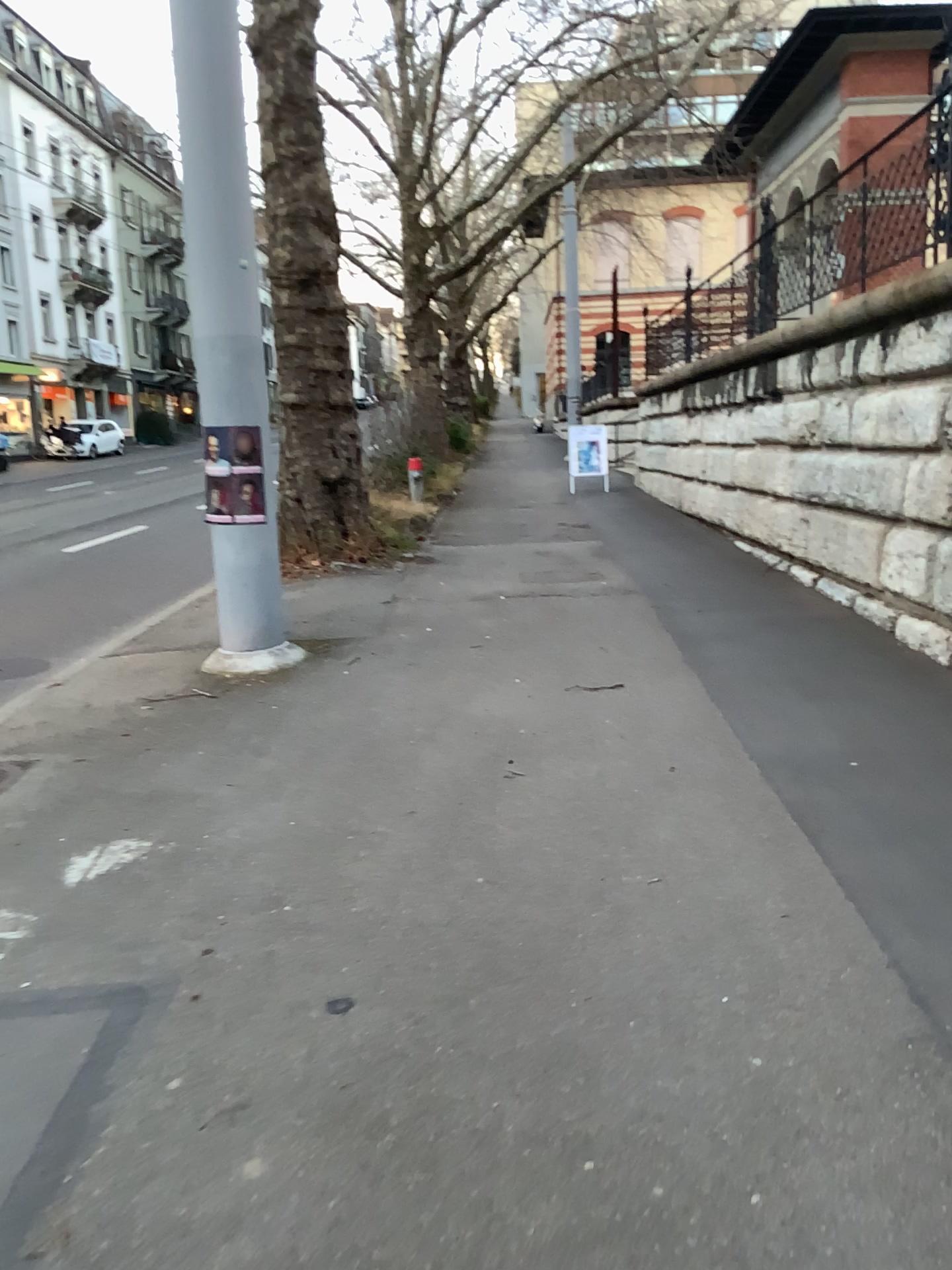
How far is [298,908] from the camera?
3.3 meters
